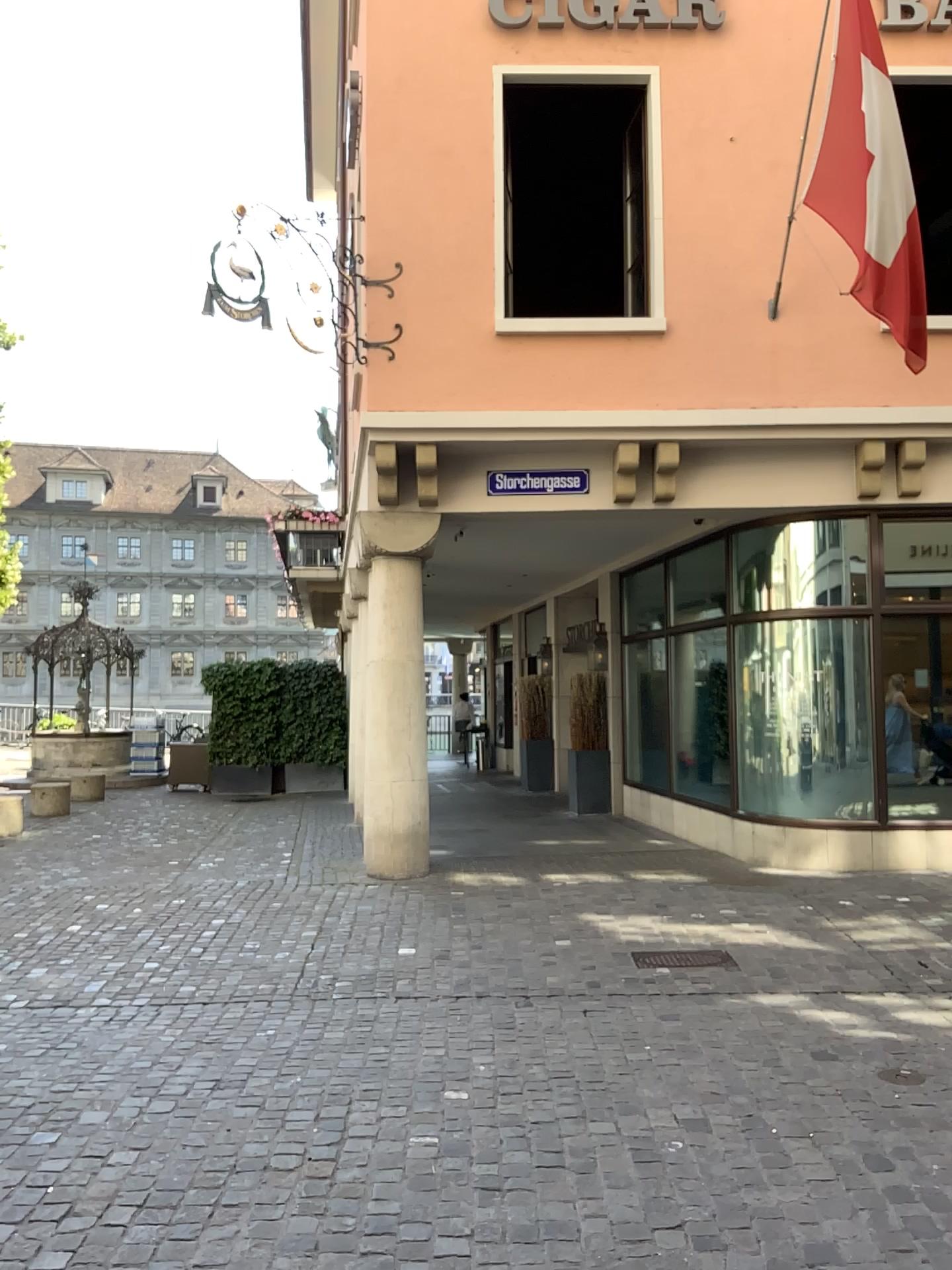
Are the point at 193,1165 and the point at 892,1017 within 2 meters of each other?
no
